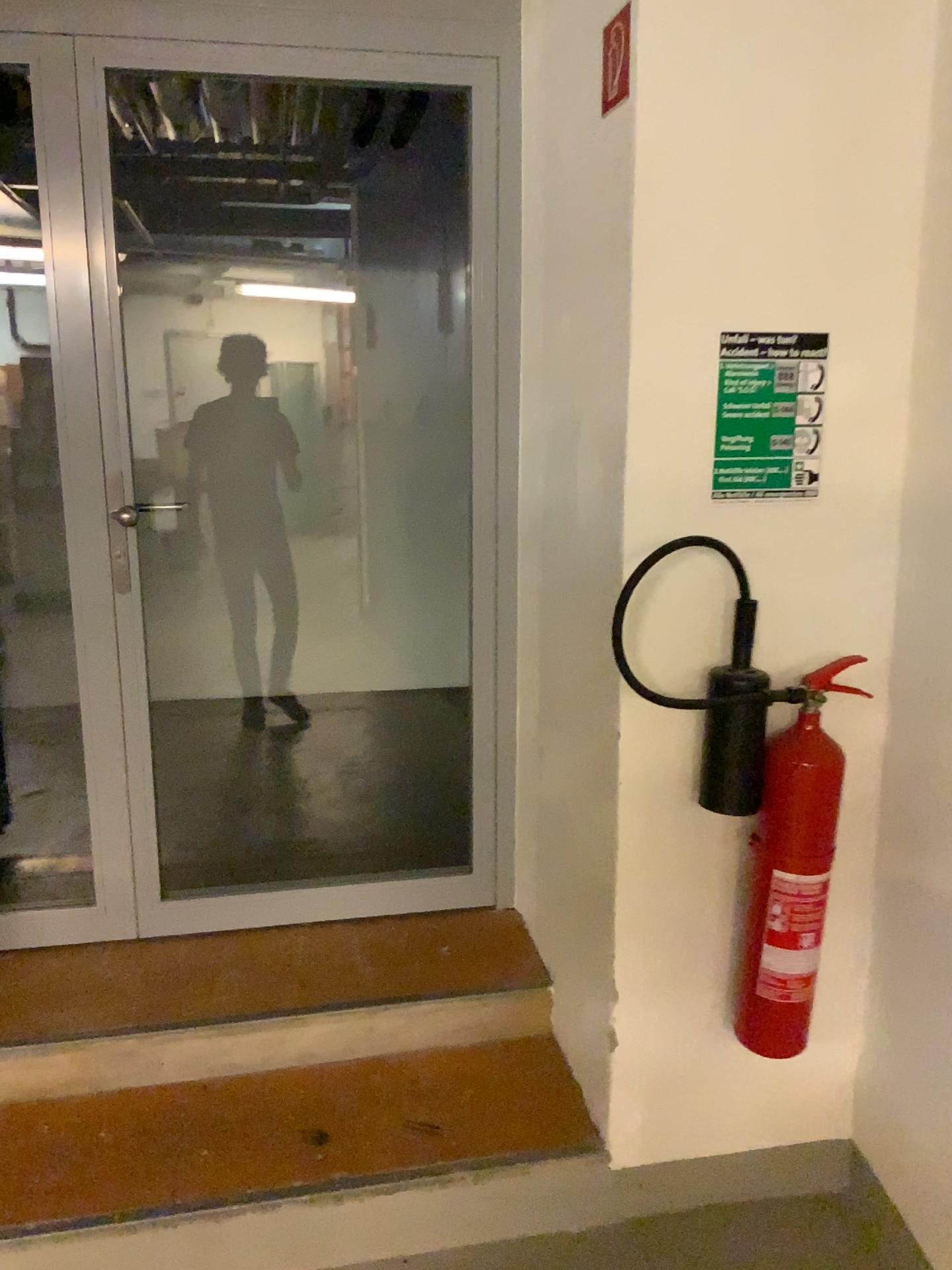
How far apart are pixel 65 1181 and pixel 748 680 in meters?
1.5 m

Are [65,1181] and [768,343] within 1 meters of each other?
no

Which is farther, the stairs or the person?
the person

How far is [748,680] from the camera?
1.8 meters

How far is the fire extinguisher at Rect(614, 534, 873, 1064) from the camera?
1.8 meters

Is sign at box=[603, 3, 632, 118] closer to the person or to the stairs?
the stairs

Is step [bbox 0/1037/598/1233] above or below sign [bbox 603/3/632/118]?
below

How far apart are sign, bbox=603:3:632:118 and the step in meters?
1.9 m

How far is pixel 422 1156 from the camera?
2.0m

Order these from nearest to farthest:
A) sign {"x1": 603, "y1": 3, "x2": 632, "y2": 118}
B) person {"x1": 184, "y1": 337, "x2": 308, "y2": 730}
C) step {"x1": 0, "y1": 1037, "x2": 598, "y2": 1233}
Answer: sign {"x1": 603, "y1": 3, "x2": 632, "y2": 118}
step {"x1": 0, "y1": 1037, "x2": 598, "y2": 1233}
person {"x1": 184, "y1": 337, "x2": 308, "y2": 730}
